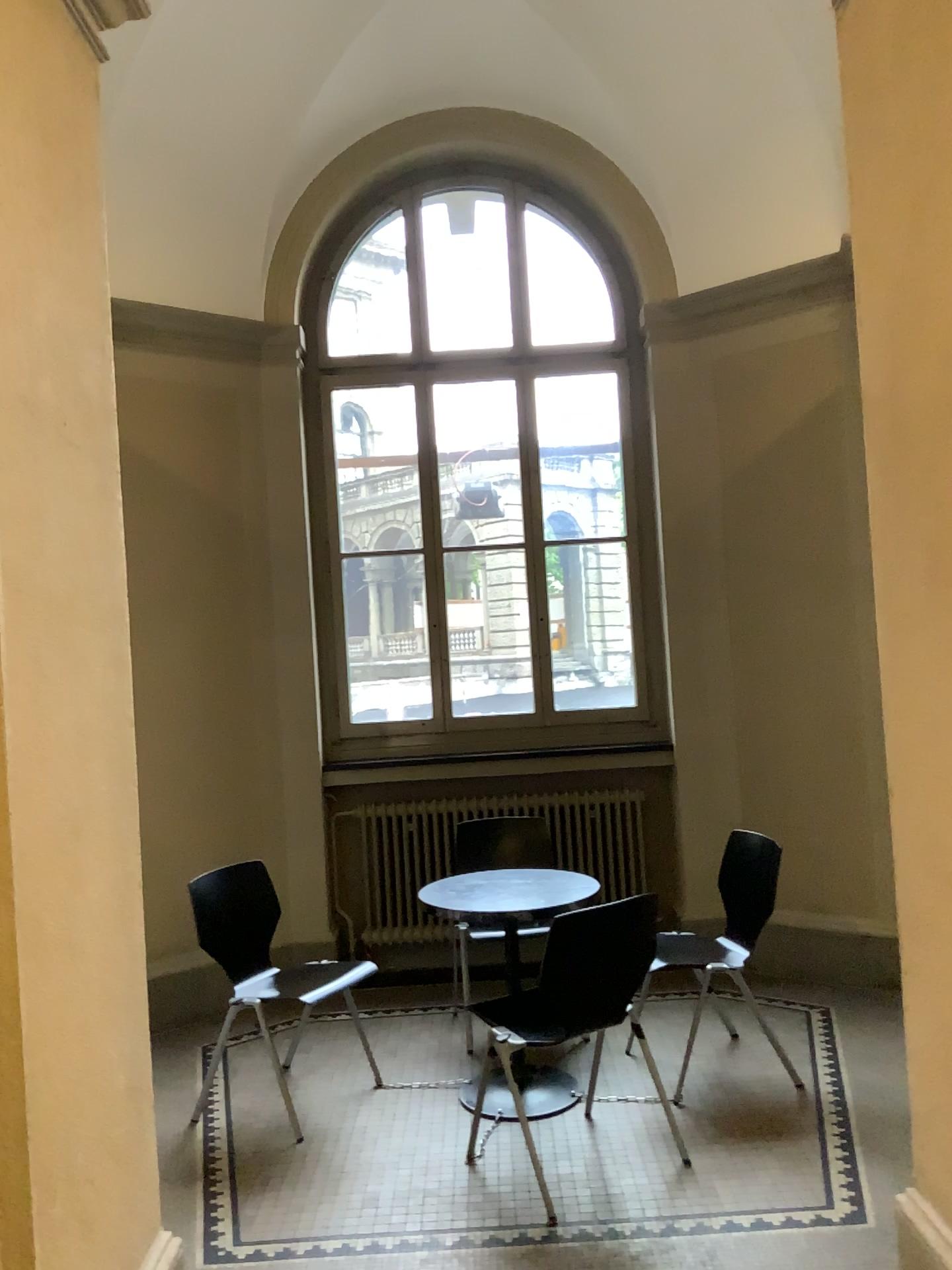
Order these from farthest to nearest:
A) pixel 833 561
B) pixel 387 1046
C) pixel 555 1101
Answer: pixel 833 561
pixel 387 1046
pixel 555 1101
